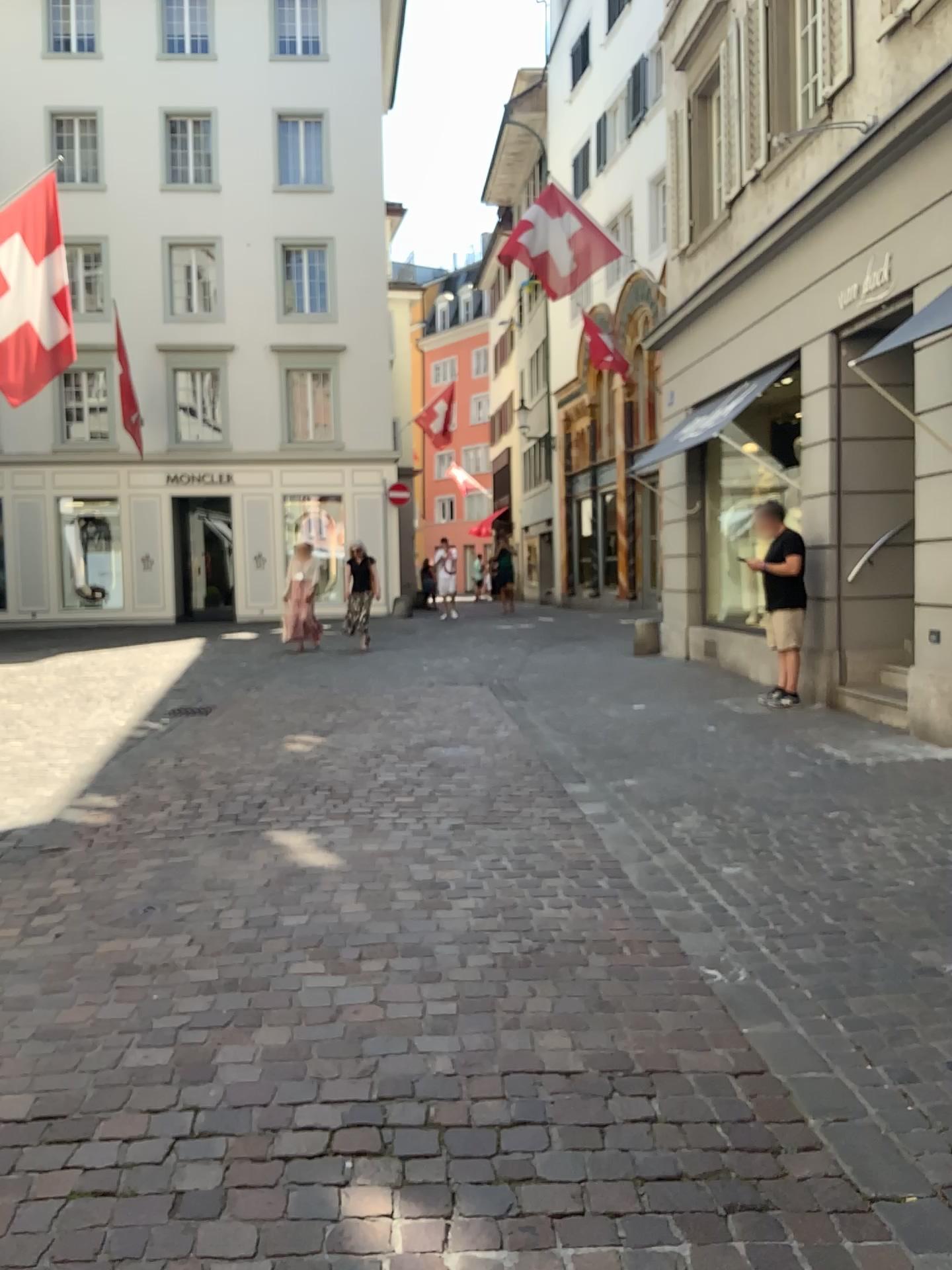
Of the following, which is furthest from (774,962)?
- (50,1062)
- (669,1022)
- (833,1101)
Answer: (50,1062)
